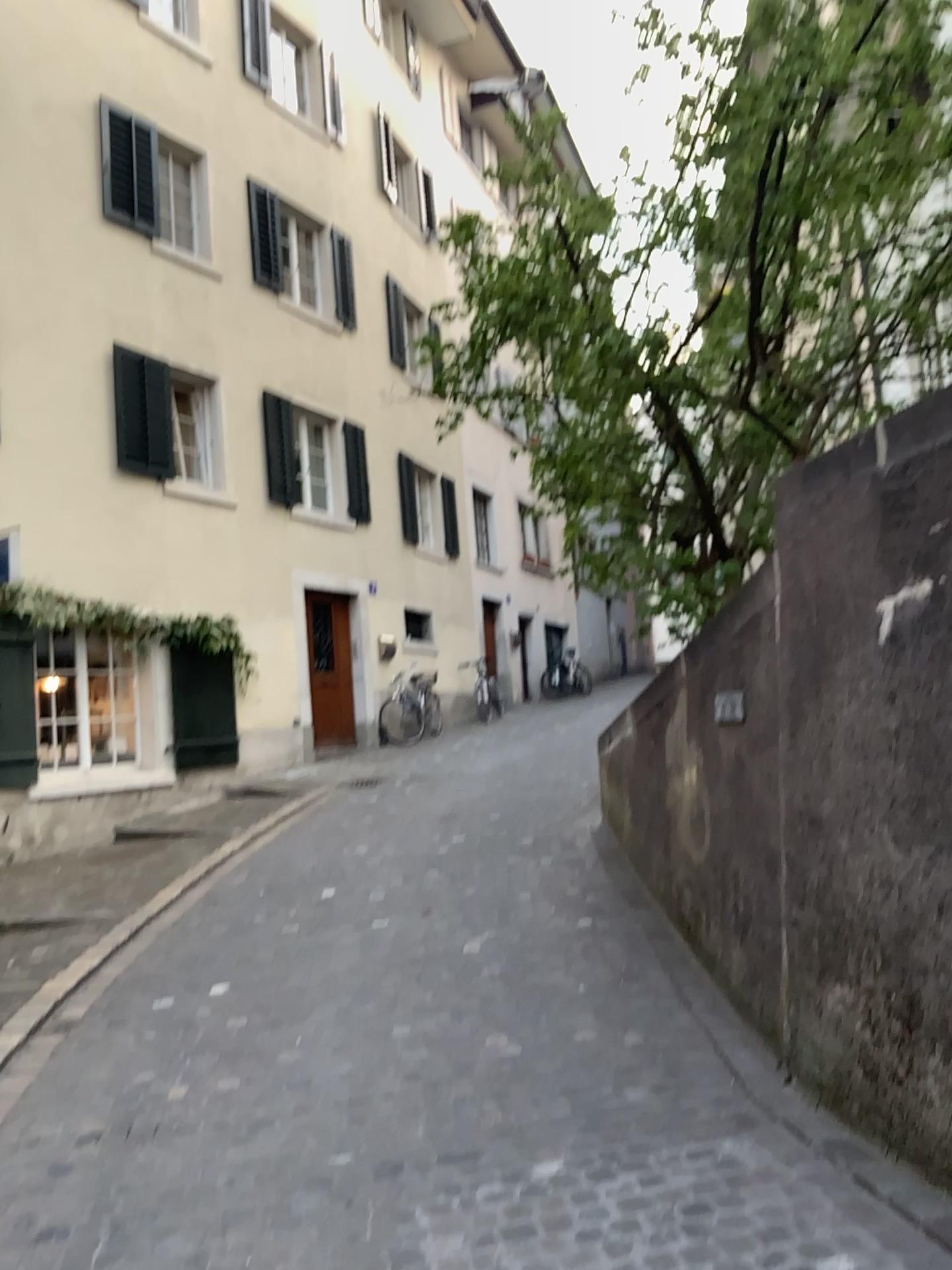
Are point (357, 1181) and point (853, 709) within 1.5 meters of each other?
no
